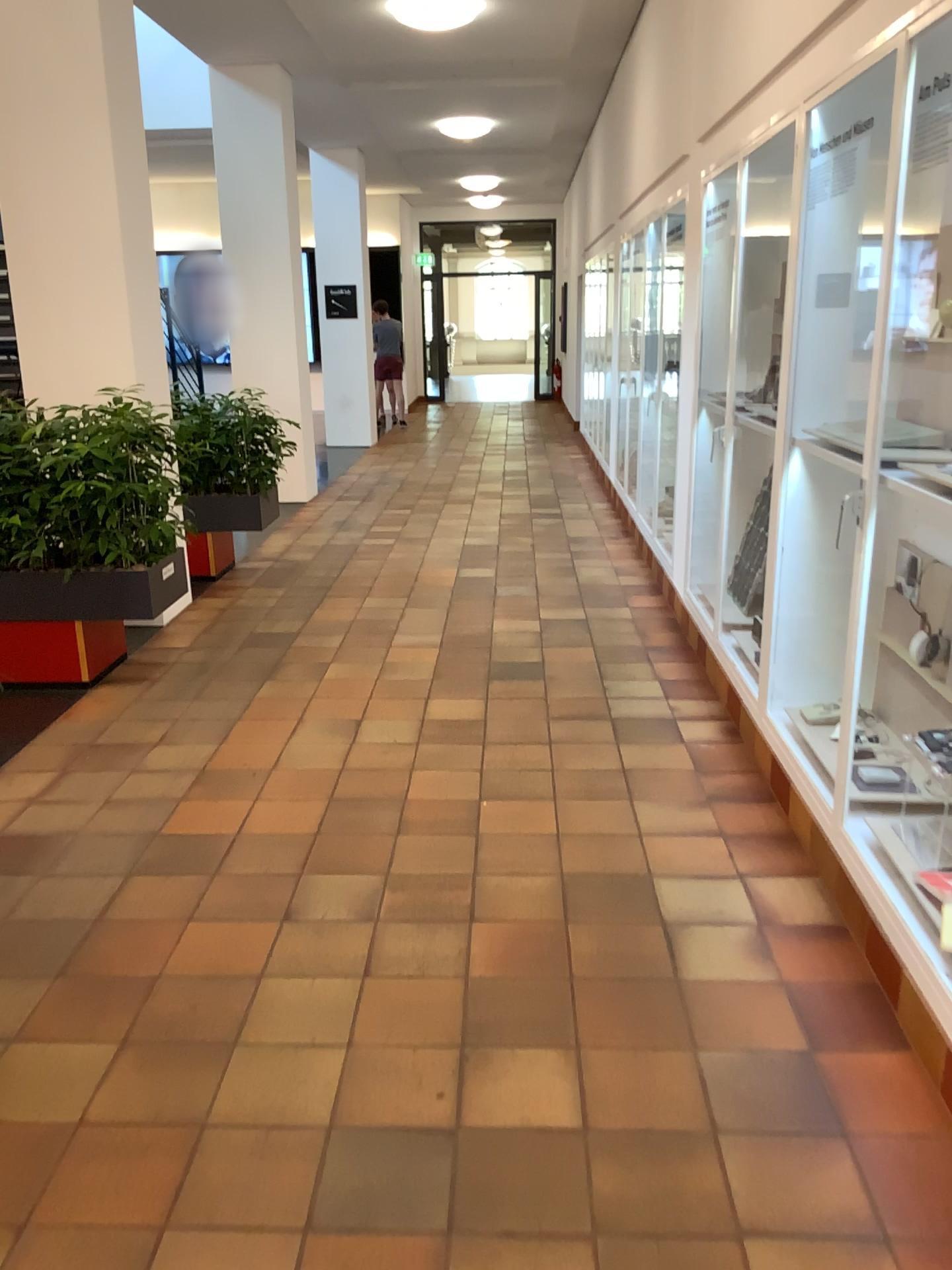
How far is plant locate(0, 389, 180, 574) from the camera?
4.4 meters

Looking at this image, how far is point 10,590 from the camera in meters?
4.5 m

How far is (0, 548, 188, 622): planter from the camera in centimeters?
449cm

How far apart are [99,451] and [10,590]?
0.7m

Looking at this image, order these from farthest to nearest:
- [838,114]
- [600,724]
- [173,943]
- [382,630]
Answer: [382,630]
[600,724]
[838,114]
[173,943]

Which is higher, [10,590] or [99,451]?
[99,451]
